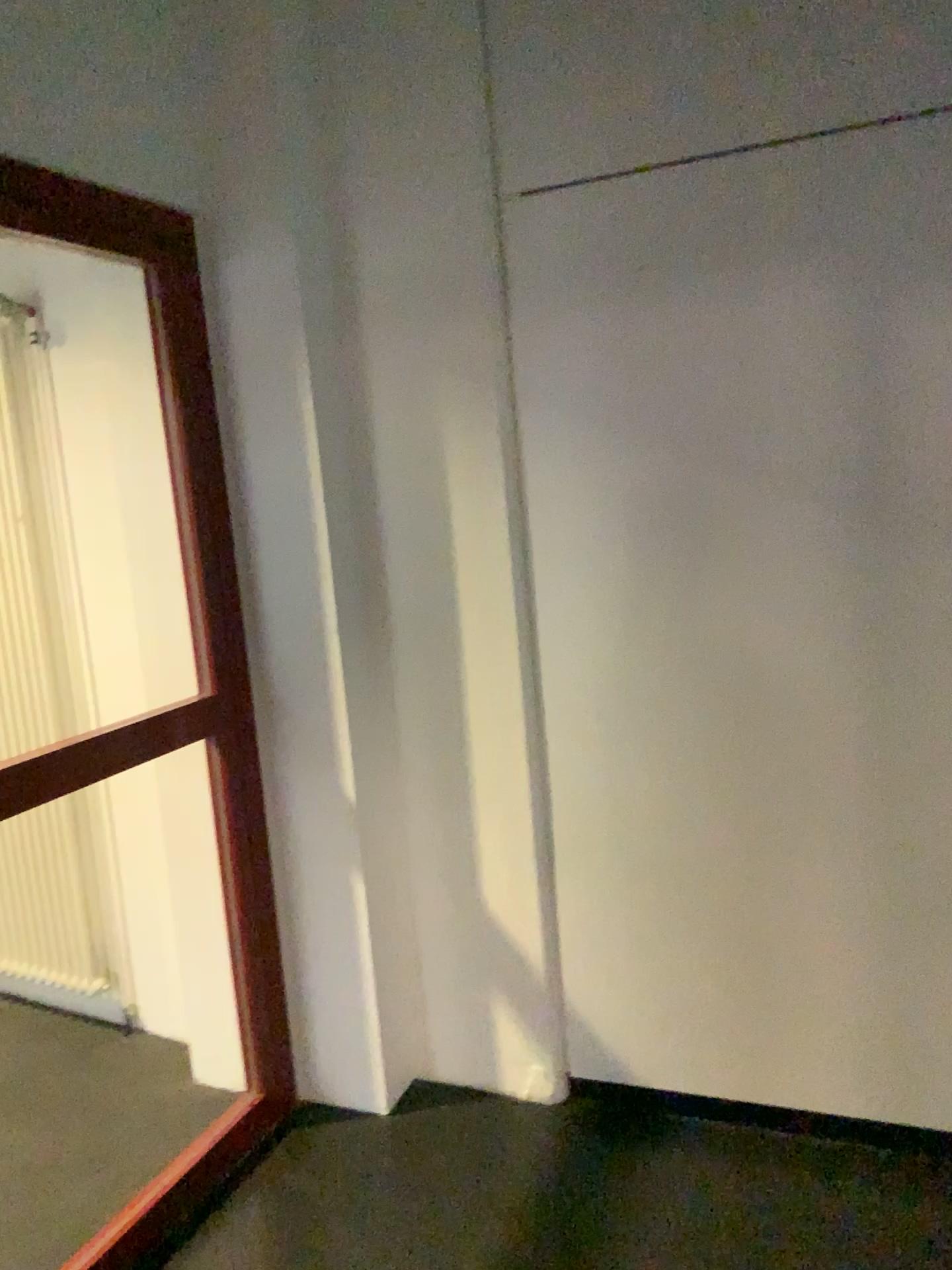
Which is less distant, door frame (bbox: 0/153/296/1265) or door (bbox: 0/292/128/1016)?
door frame (bbox: 0/153/296/1265)

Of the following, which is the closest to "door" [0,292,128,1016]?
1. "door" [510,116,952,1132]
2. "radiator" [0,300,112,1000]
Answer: "radiator" [0,300,112,1000]

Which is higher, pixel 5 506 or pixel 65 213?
pixel 65 213

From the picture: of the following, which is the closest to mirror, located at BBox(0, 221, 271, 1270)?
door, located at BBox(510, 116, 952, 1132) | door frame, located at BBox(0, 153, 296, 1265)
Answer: door frame, located at BBox(0, 153, 296, 1265)

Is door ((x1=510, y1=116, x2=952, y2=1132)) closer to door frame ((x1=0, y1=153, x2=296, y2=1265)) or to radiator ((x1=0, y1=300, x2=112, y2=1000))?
door frame ((x1=0, y1=153, x2=296, y2=1265))

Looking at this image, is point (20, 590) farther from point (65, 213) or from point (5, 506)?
point (65, 213)

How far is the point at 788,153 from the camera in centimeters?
209cm

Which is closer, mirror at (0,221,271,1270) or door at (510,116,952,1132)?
door at (510,116,952,1132)

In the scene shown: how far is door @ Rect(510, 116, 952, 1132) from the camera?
2.09m

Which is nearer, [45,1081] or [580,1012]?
[580,1012]
